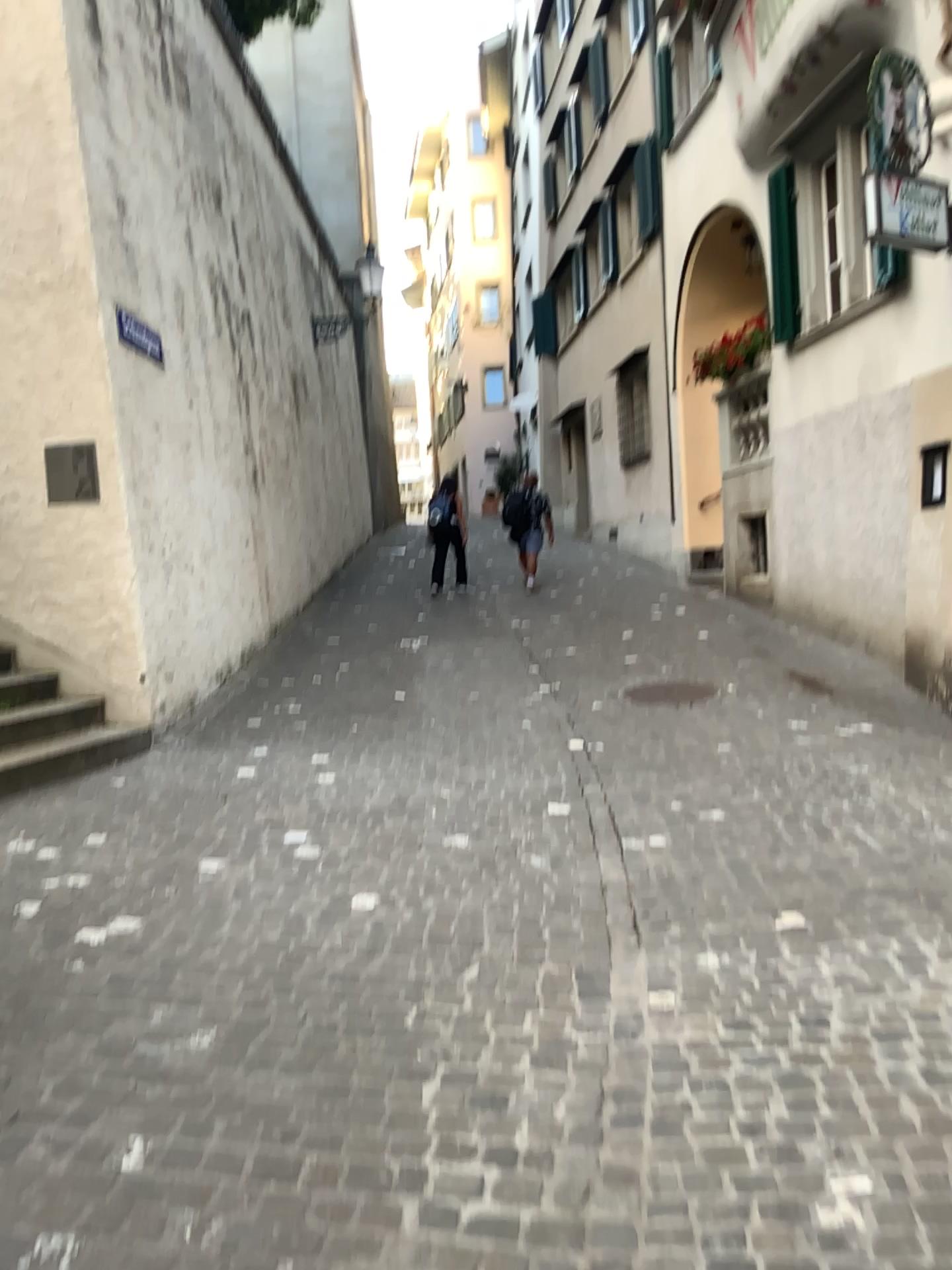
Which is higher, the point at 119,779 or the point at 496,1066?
the point at 119,779
